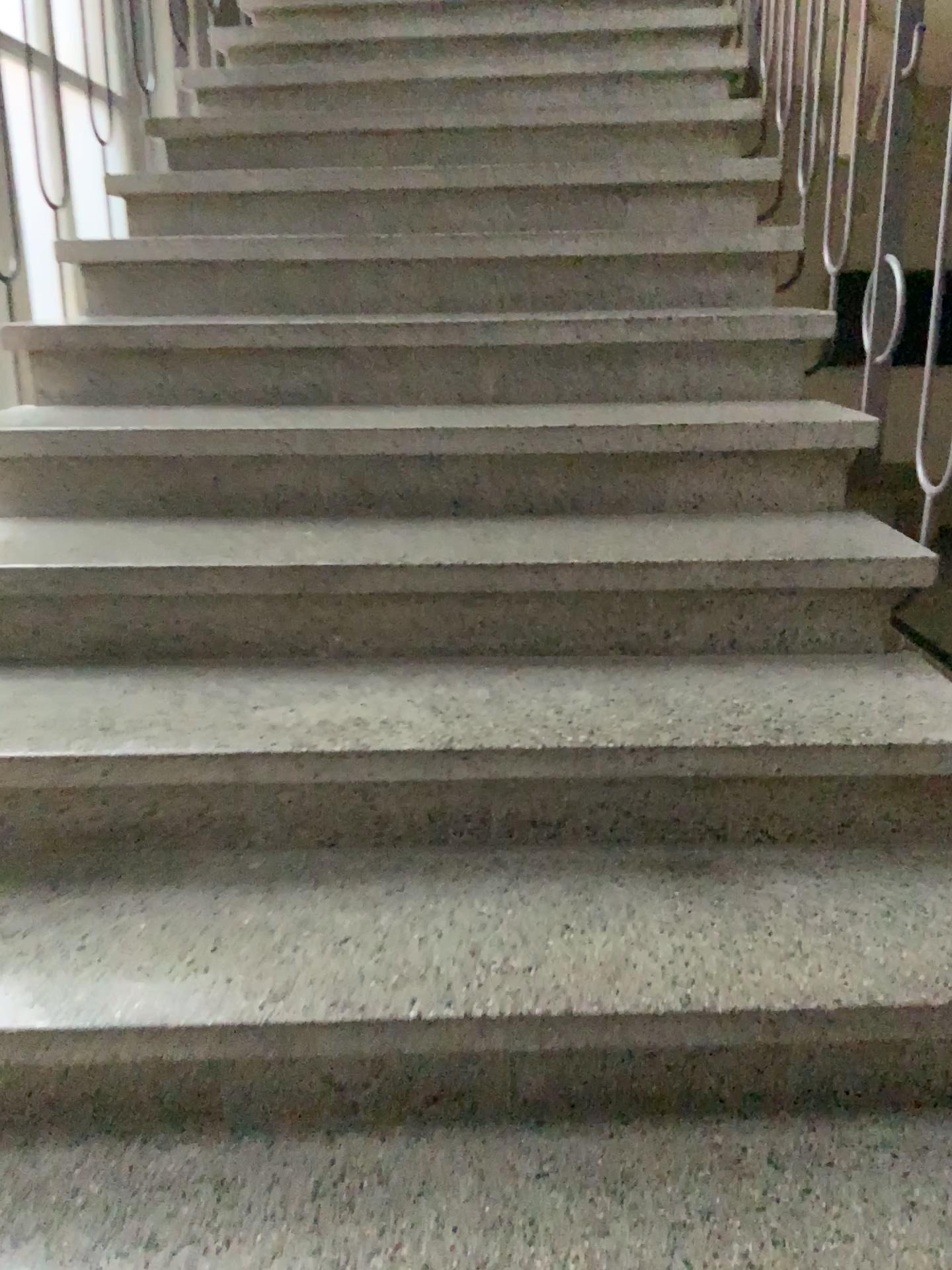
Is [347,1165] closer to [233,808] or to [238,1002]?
[238,1002]
